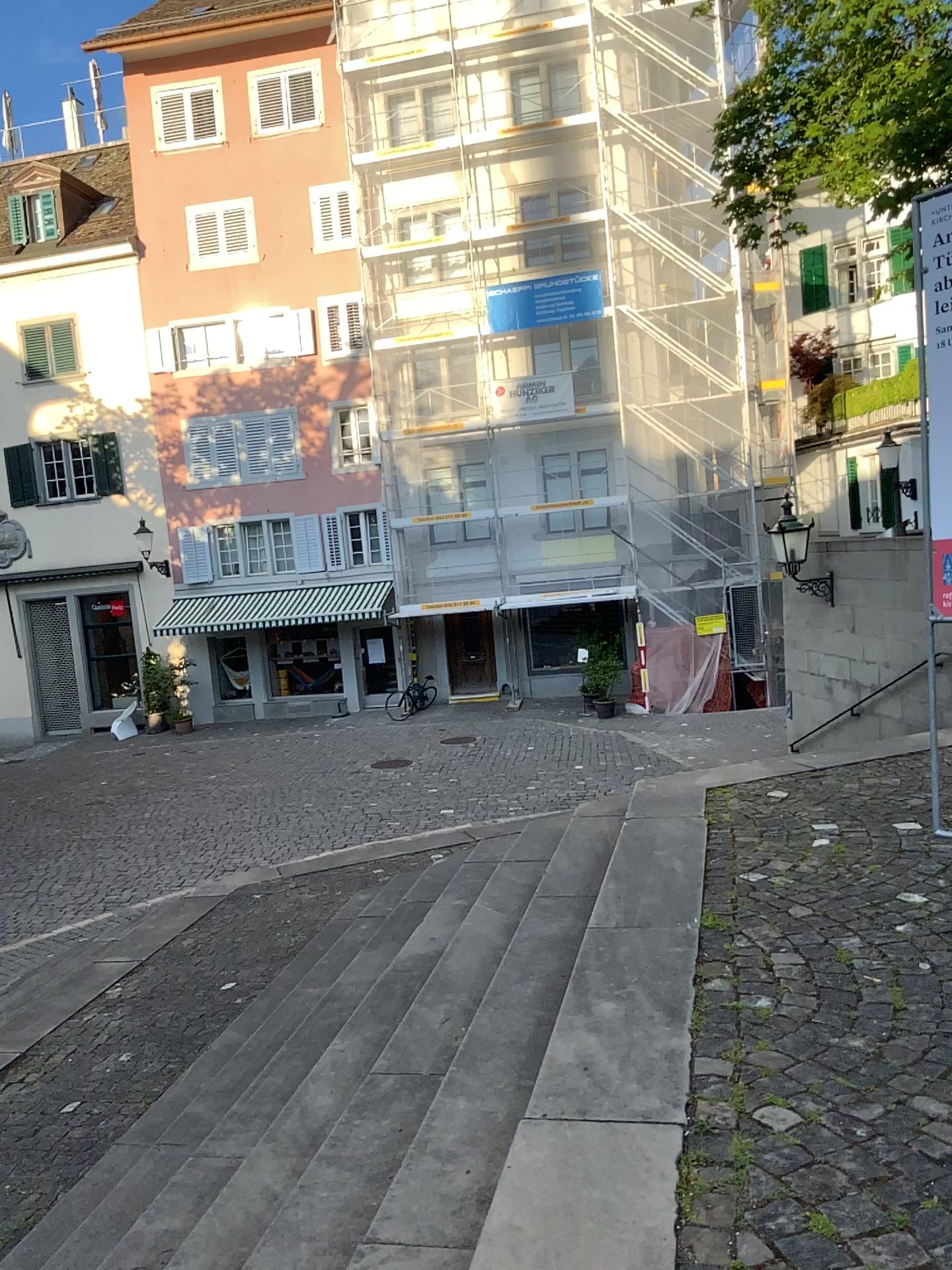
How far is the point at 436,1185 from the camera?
2.4m
